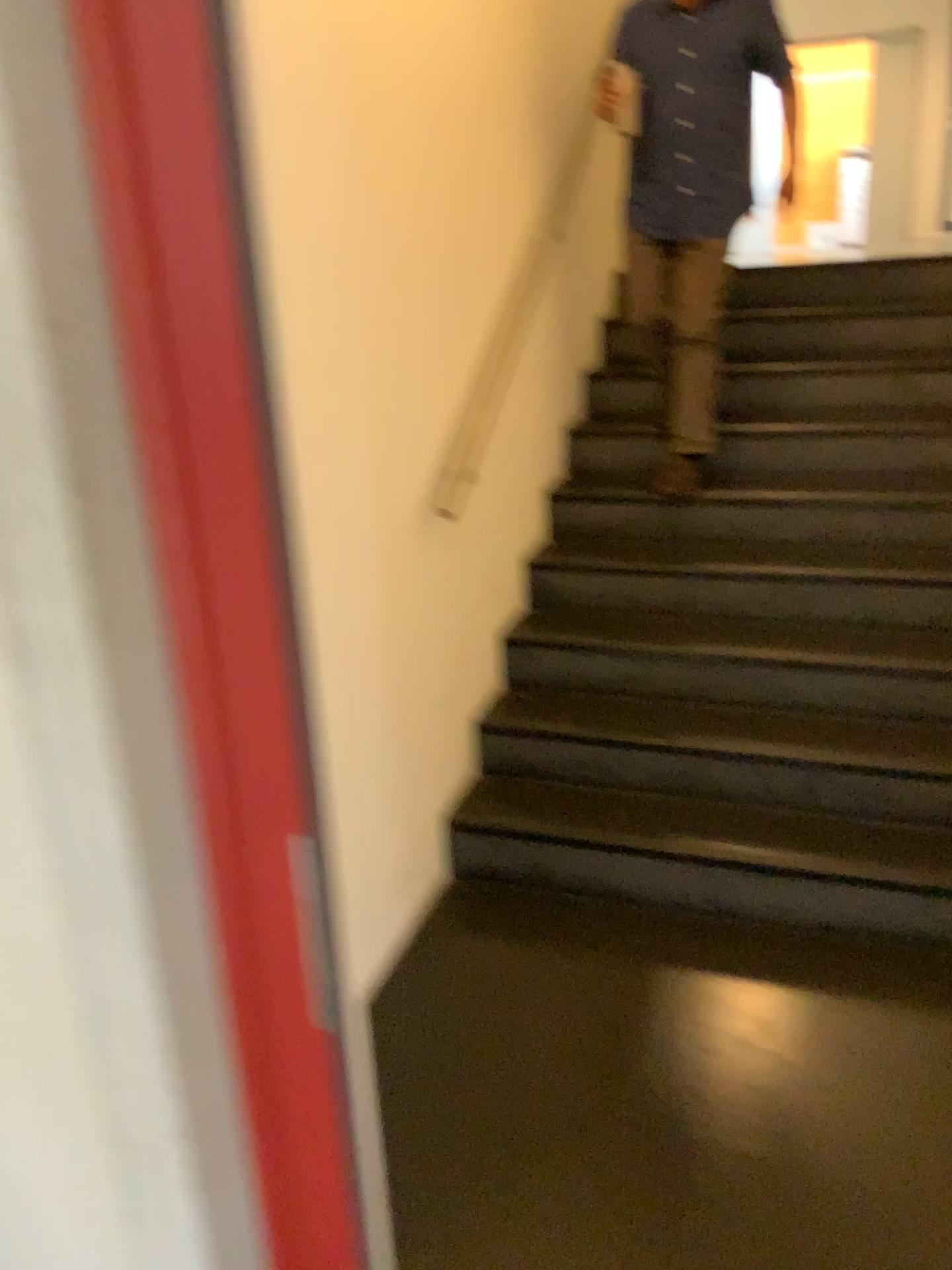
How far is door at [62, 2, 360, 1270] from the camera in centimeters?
76cm

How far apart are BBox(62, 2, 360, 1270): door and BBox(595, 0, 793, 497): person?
2.6m

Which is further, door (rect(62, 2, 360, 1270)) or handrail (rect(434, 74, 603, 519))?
handrail (rect(434, 74, 603, 519))

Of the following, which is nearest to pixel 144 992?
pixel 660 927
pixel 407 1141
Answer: pixel 407 1141

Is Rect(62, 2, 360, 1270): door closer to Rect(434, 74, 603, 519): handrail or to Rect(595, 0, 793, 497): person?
Rect(434, 74, 603, 519): handrail

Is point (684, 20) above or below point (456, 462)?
above

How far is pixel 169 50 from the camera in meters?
0.8 m

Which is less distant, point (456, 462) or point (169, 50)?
point (169, 50)

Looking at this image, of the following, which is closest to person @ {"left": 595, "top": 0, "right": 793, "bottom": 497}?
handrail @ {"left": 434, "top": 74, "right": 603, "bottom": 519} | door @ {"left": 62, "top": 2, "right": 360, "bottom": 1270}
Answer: handrail @ {"left": 434, "top": 74, "right": 603, "bottom": 519}
